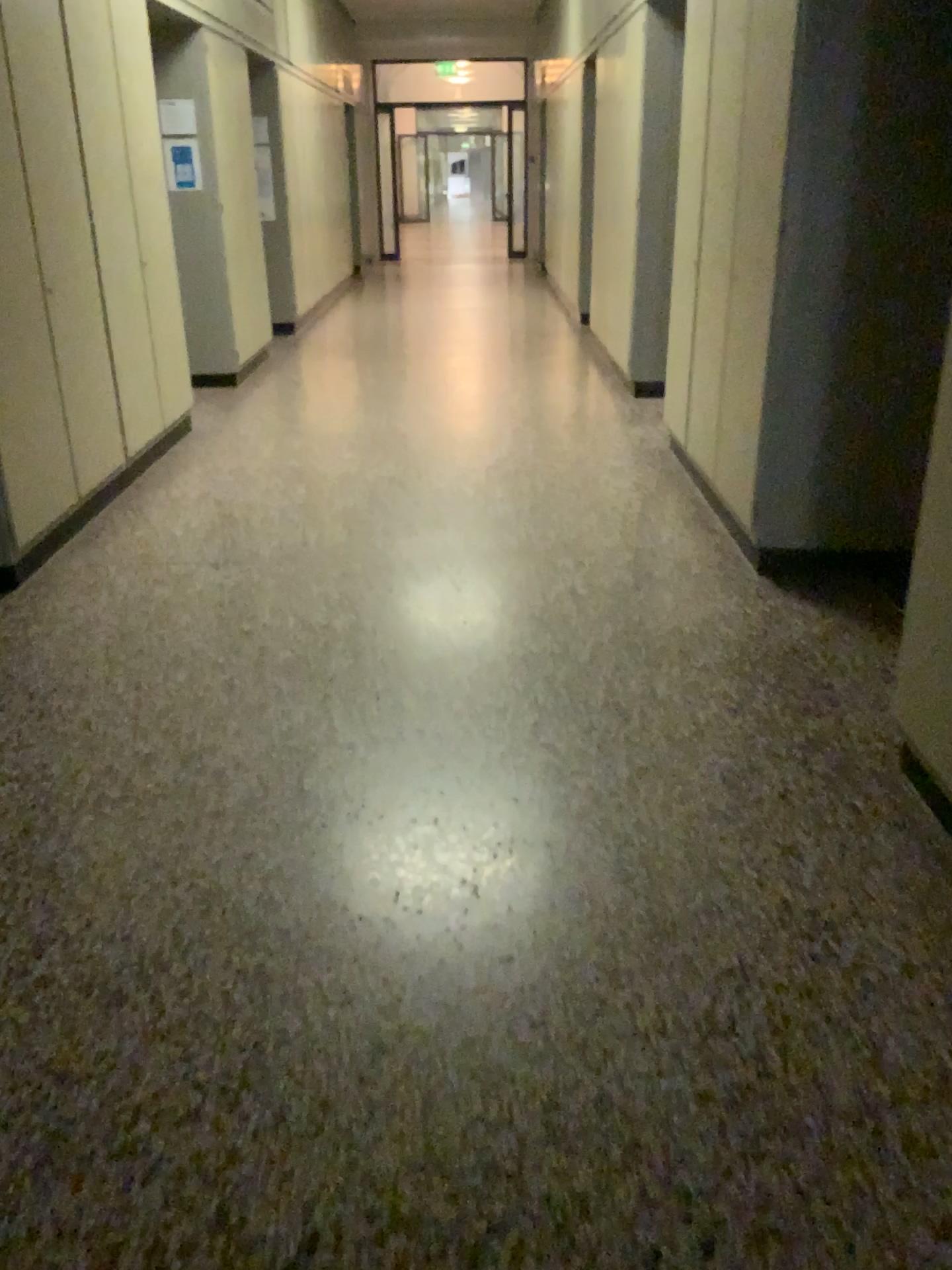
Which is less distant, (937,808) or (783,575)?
(937,808)

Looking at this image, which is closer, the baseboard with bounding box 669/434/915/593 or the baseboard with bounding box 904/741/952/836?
the baseboard with bounding box 904/741/952/836

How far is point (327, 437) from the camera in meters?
5.8 m
